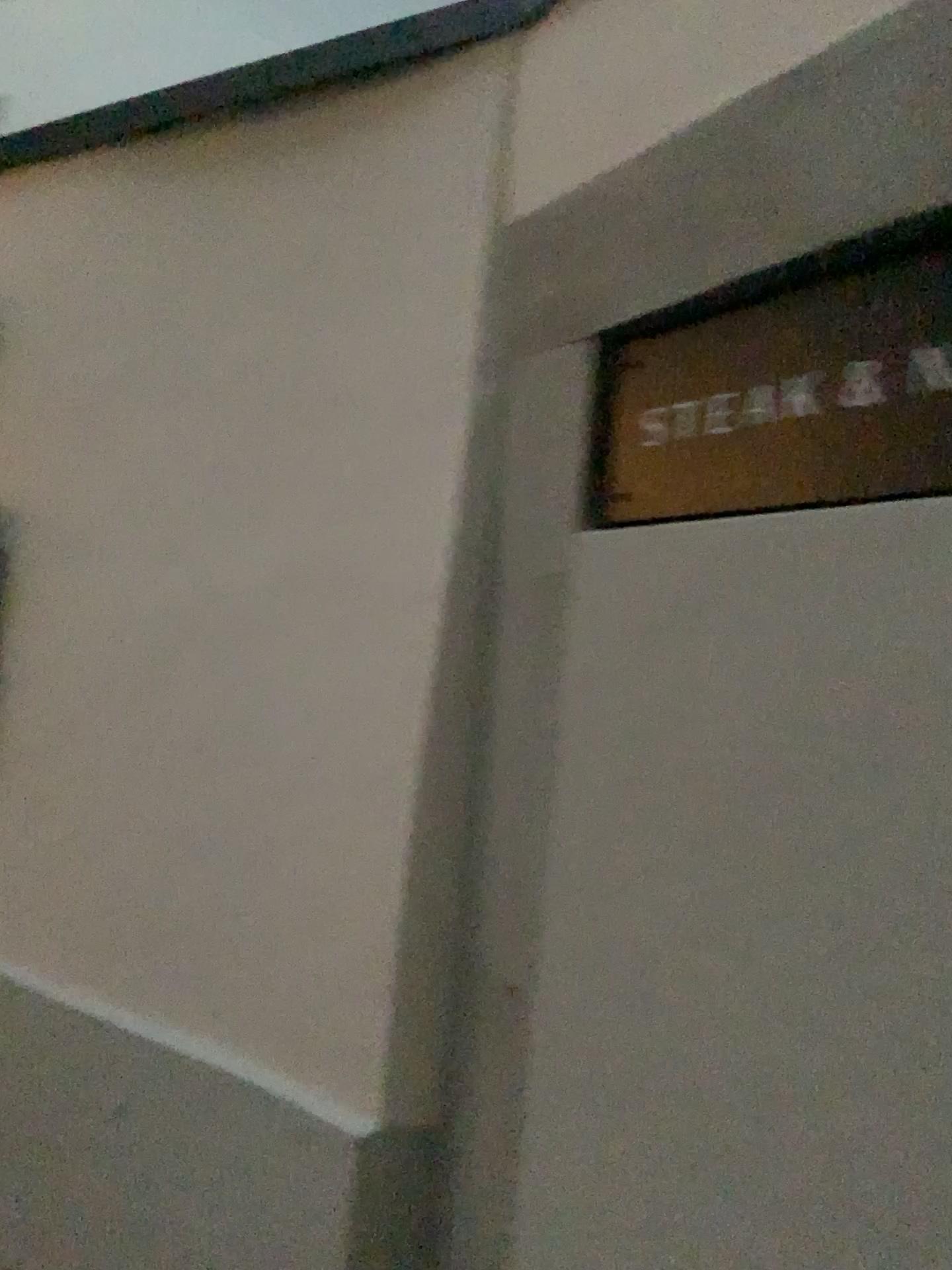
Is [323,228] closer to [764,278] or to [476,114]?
[476,114]
